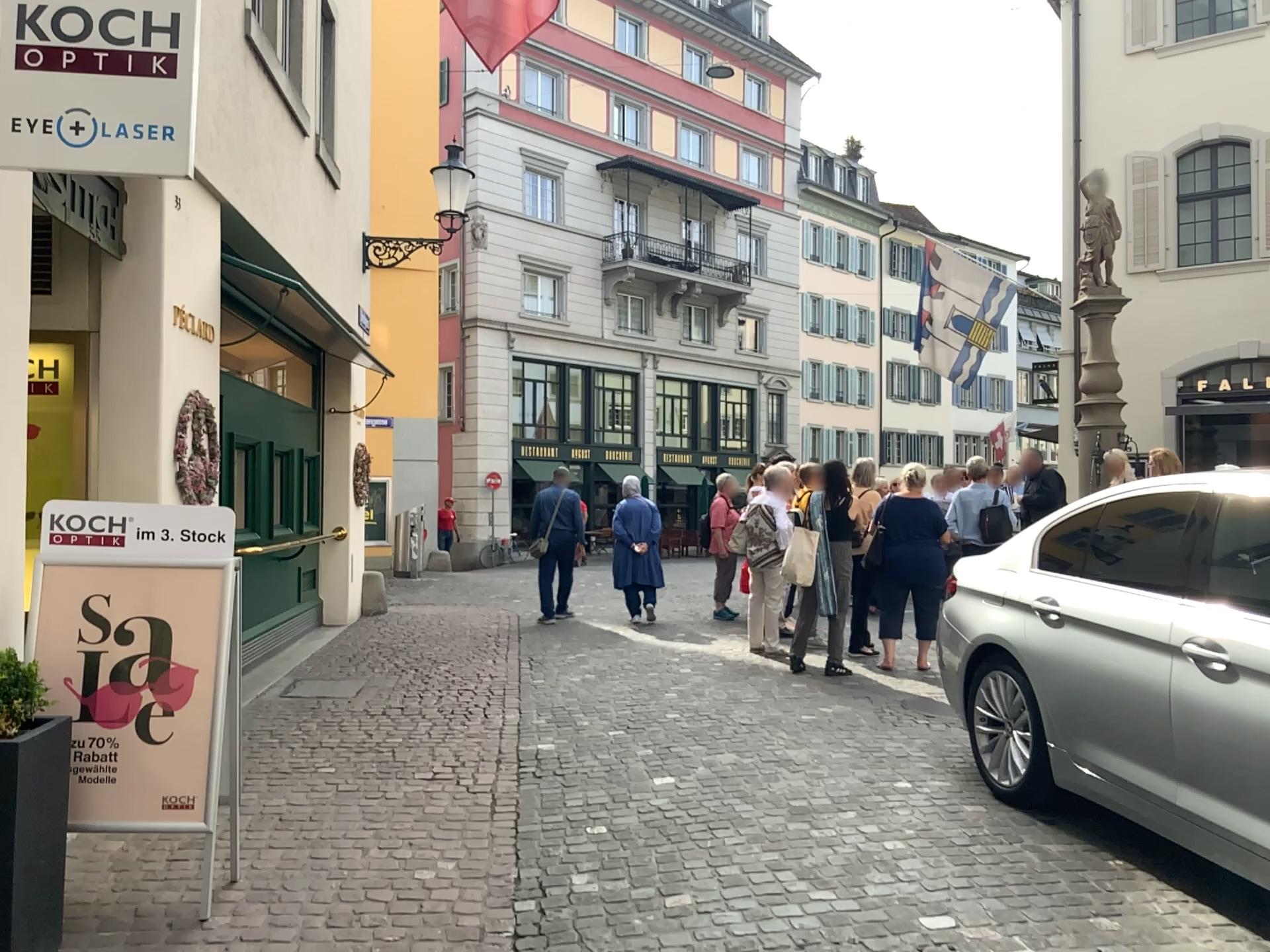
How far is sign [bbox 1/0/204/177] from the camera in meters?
3.3 m

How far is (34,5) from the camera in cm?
329

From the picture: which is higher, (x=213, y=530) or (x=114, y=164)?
(x=114, y=164)
